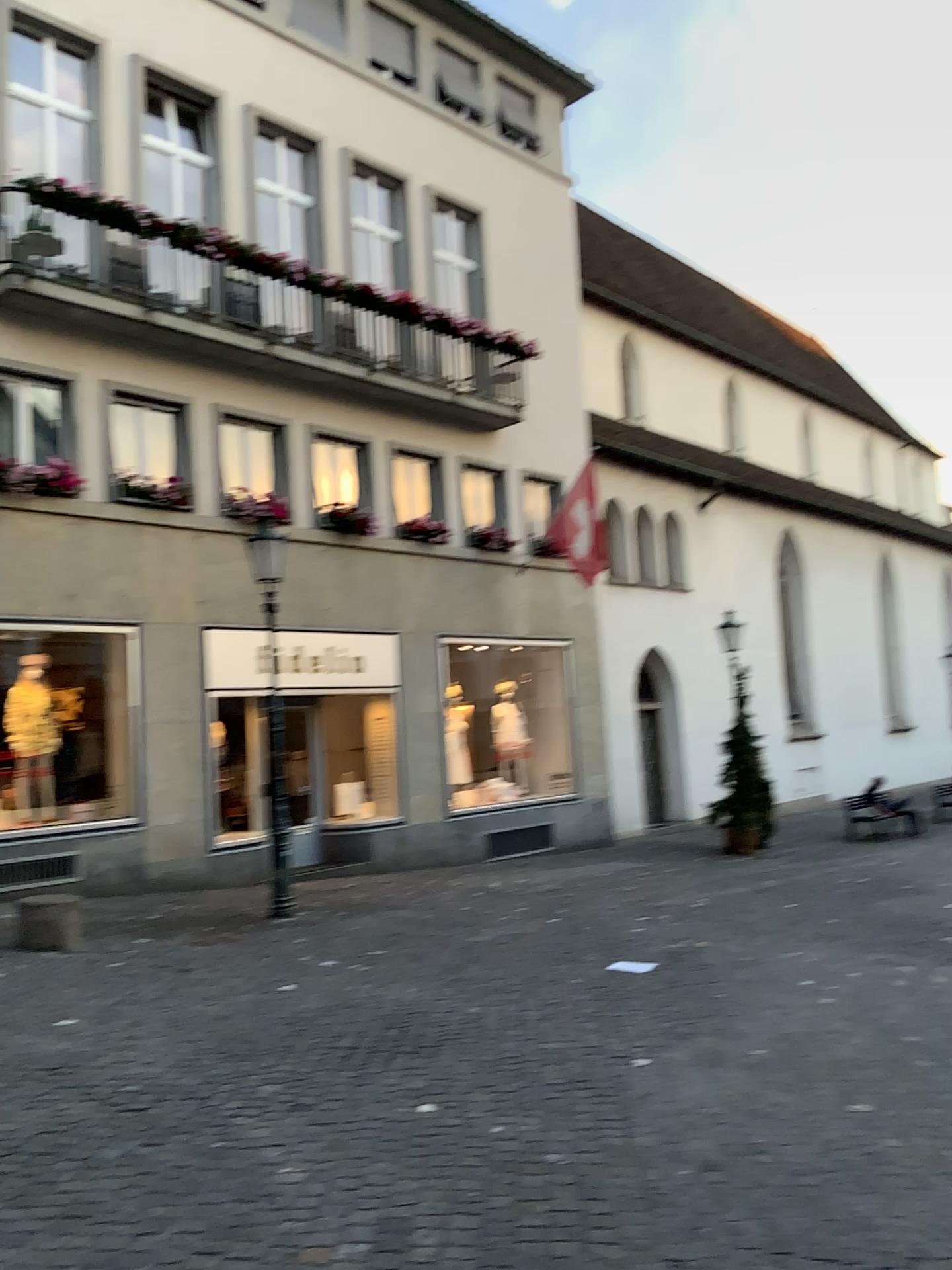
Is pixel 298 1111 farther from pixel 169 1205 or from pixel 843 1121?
pixel 843 1121
